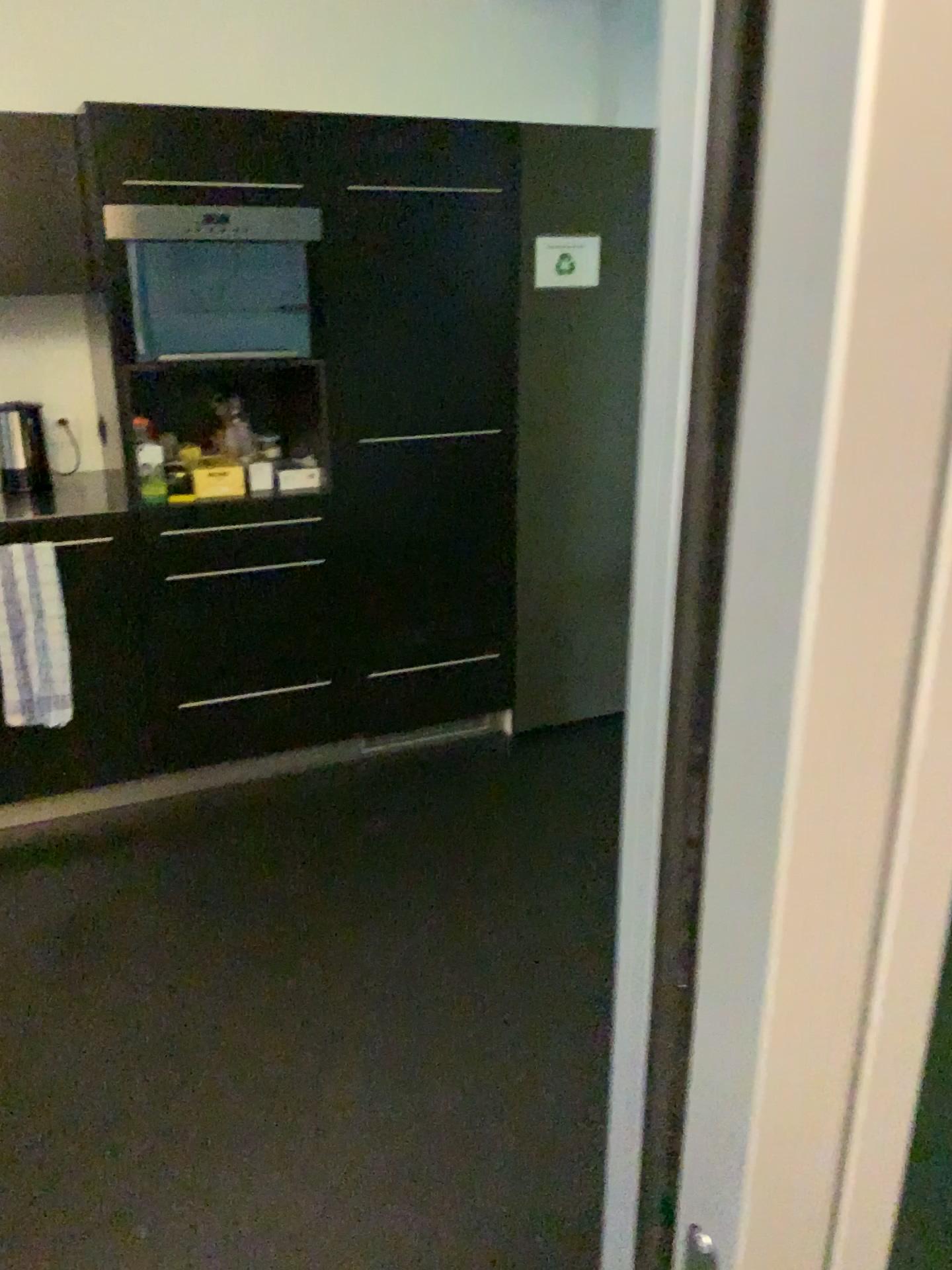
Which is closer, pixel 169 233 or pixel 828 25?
pixel 828 25

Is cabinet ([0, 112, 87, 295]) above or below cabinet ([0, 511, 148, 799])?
above

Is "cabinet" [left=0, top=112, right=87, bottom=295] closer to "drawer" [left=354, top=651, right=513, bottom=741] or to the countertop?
the countertop

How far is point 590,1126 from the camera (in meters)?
1.97

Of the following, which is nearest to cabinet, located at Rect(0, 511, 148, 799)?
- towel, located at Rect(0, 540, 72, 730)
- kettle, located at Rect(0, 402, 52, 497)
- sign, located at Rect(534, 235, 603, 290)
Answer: towel, located at Rect(0, 540, 72, 730)

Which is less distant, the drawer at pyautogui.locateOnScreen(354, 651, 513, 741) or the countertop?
the countertop

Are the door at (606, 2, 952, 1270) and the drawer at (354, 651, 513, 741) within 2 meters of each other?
no

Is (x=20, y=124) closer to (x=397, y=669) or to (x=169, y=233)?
(x=169, y=233)

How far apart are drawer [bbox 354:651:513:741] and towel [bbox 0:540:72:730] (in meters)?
0.88

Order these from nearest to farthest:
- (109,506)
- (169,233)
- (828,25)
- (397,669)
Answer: (828,25)
(169,233)
(109,506)
(397,669)
